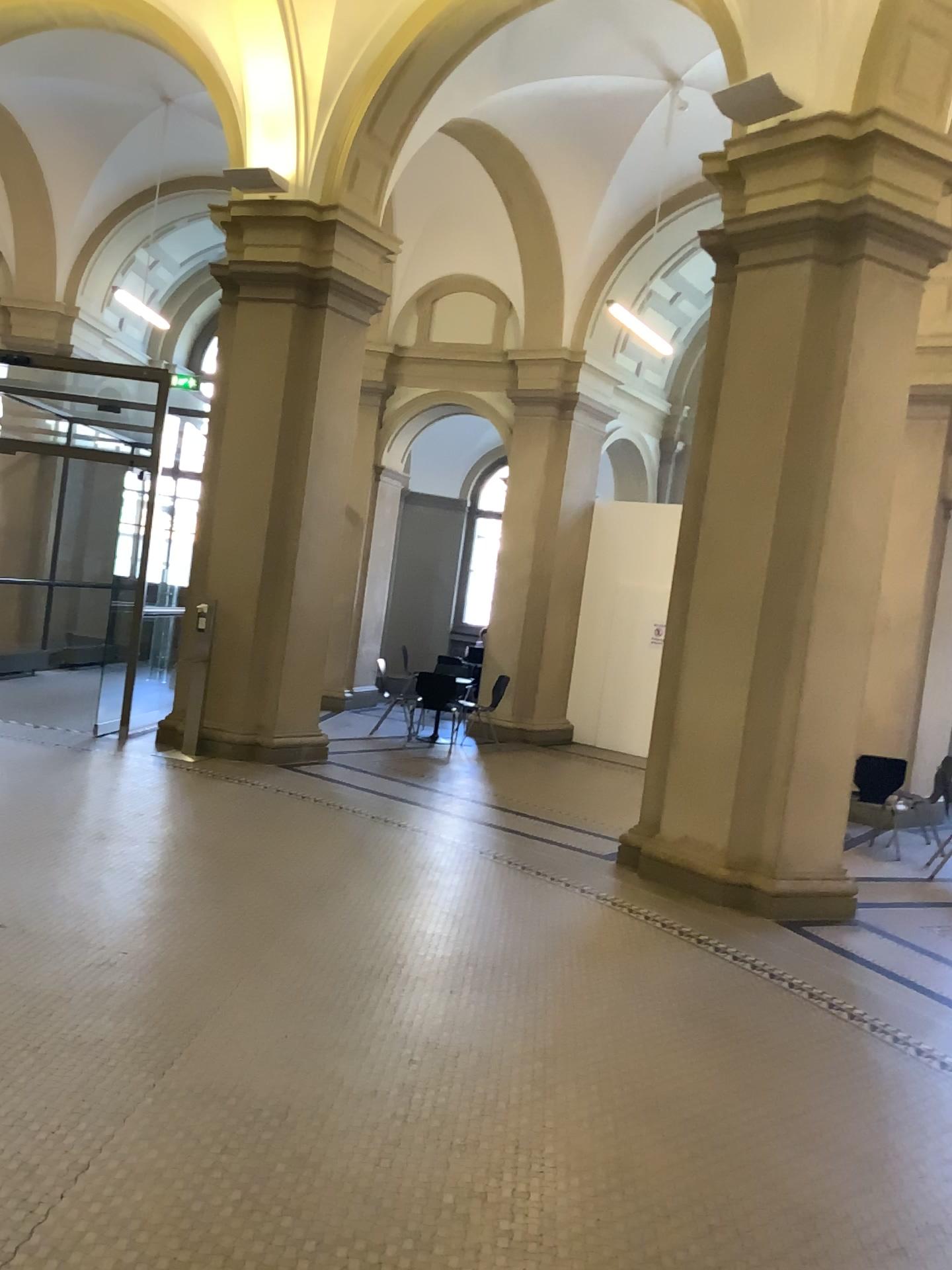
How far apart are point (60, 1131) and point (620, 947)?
2.89m
